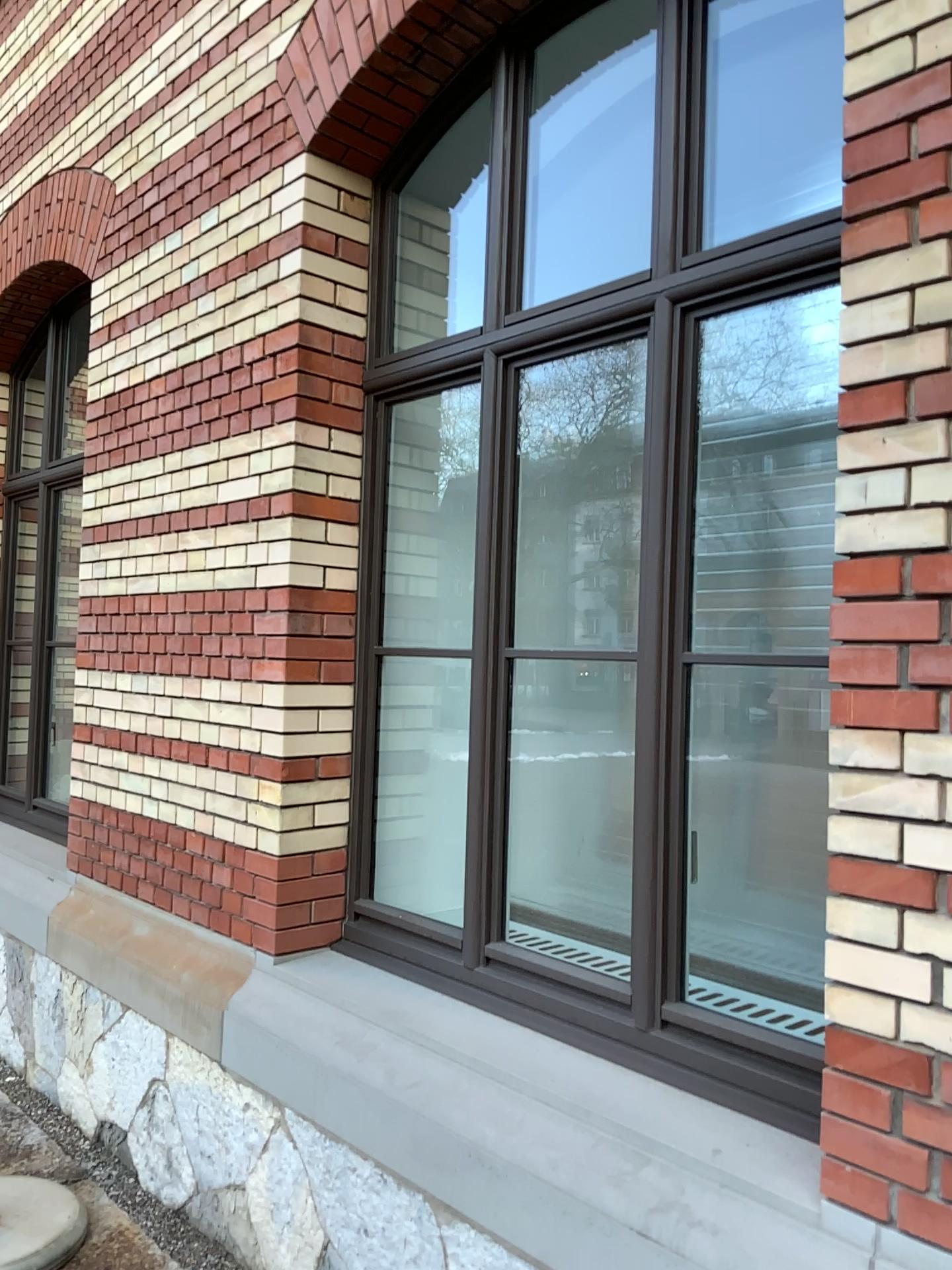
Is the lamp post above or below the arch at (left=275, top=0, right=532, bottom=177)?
below

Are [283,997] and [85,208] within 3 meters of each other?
no

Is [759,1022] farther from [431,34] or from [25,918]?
[25,918]

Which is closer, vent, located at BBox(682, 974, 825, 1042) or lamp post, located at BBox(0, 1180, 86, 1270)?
vent, located at BBox(682, 974, 825, 1042)

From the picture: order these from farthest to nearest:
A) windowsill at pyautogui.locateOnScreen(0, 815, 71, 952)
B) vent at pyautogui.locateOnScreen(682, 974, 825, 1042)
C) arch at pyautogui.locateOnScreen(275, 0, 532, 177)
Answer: windowsill at pyautogui.locateOnScreen(0, 815, 71, 952)
arch at pyautogui.locateOnScreen(275, 0, 532, 177)
vent at pyautogui.locateOnScreen(682, 974, 825, 1042)

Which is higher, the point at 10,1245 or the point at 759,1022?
the point at 759,1022

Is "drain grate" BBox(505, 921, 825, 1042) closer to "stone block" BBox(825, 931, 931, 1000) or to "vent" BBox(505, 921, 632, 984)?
"vent" BBox(505, 921, 632, 984)

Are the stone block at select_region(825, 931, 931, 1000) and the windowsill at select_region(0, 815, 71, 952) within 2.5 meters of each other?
no

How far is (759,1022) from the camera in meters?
2.4

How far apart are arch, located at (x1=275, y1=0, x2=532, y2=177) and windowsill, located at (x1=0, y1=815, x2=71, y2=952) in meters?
3.0
